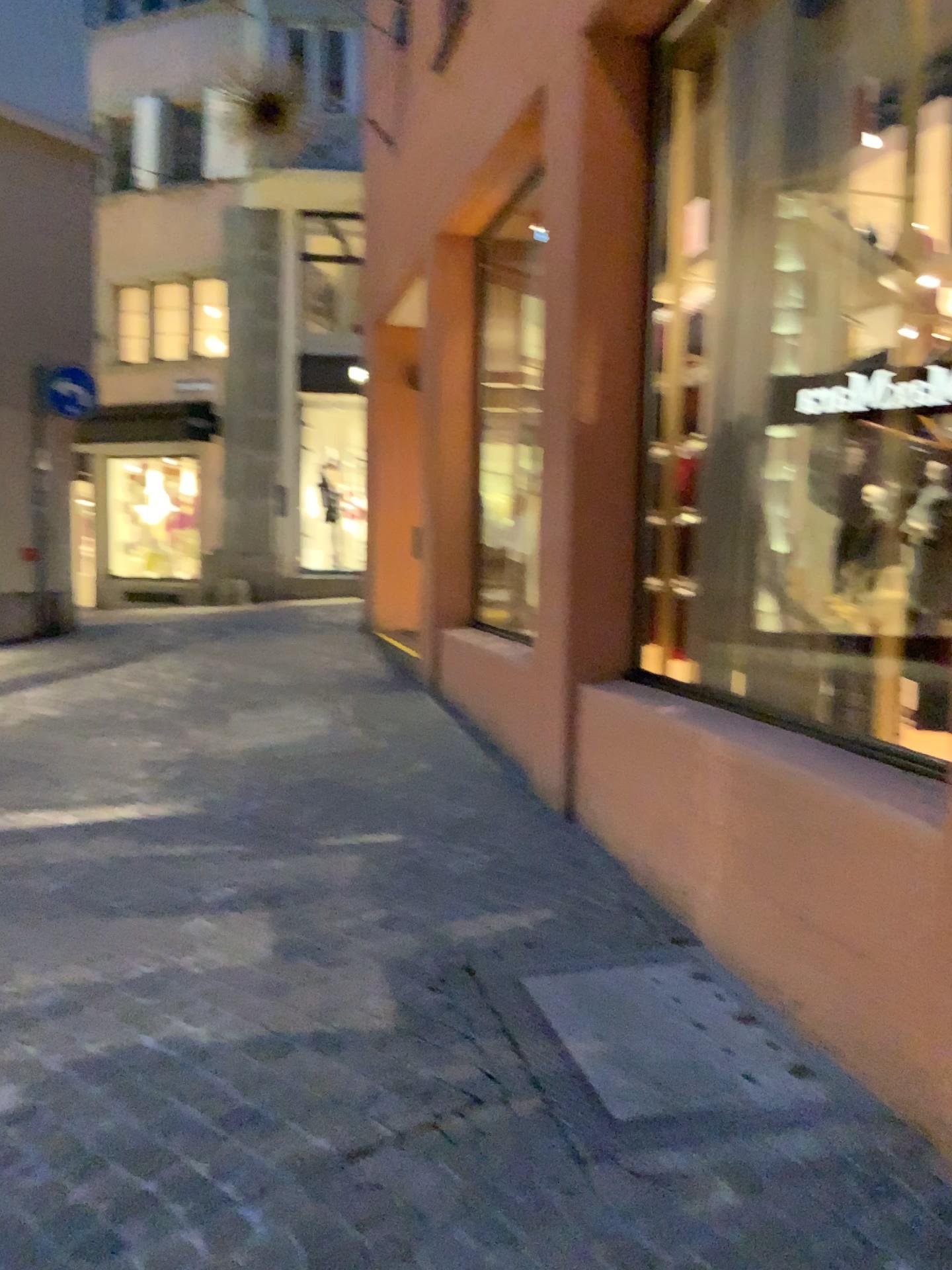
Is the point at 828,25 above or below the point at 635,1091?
above

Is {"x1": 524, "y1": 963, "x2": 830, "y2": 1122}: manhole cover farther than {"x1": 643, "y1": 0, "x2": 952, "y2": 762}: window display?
No

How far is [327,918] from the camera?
3.4 meters

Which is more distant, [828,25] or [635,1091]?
[828,25]

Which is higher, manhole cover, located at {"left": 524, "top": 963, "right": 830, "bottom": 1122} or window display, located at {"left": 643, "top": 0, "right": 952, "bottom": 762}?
window display, located at {"left": 643, "top": 0, "right": 952, "bottom": 762}
